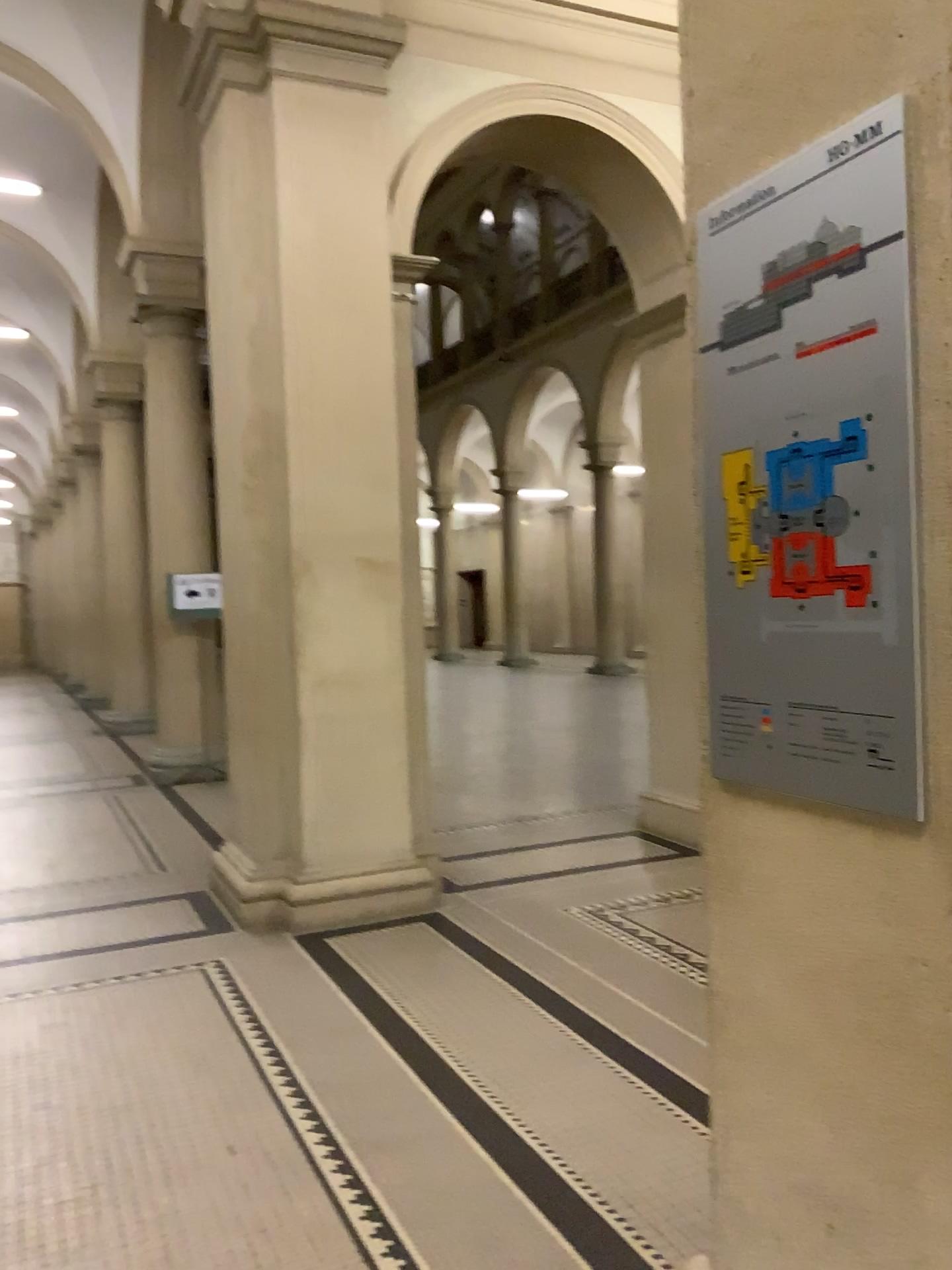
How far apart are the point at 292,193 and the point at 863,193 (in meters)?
4.01

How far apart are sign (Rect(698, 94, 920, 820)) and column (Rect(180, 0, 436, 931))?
3.4m

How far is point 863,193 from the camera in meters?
1.4

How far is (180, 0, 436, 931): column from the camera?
4.9 meters

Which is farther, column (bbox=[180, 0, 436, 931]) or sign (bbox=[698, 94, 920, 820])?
column (bbox=[180, 0, 436, 931])

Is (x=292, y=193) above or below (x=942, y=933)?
above

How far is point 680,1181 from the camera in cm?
261

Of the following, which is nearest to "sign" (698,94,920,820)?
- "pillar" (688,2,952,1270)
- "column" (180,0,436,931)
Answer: "pillar" (688,2,952,1270)

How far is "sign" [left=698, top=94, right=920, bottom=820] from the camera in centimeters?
136cm

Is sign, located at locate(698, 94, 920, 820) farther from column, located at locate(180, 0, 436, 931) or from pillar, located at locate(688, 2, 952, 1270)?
column, located at locate(180, 0, 436, 931)
